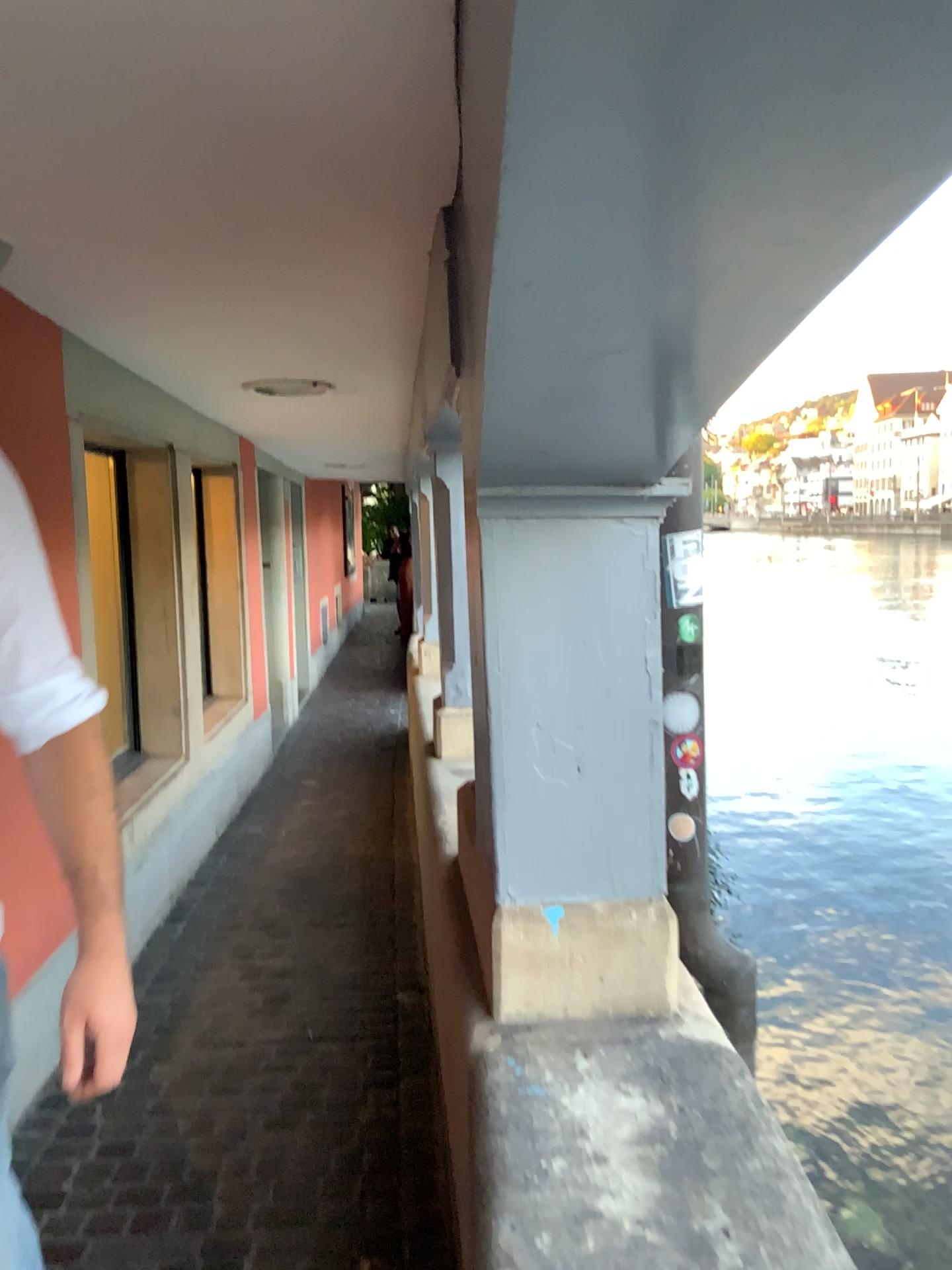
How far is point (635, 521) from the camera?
1.7m

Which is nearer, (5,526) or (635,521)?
(5,526)

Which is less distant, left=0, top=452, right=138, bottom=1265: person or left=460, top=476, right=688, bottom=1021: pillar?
left=0, top=452, right=138, bottom=1265: person

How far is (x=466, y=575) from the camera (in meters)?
1.71

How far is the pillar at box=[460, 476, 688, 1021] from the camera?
1.7 meters
